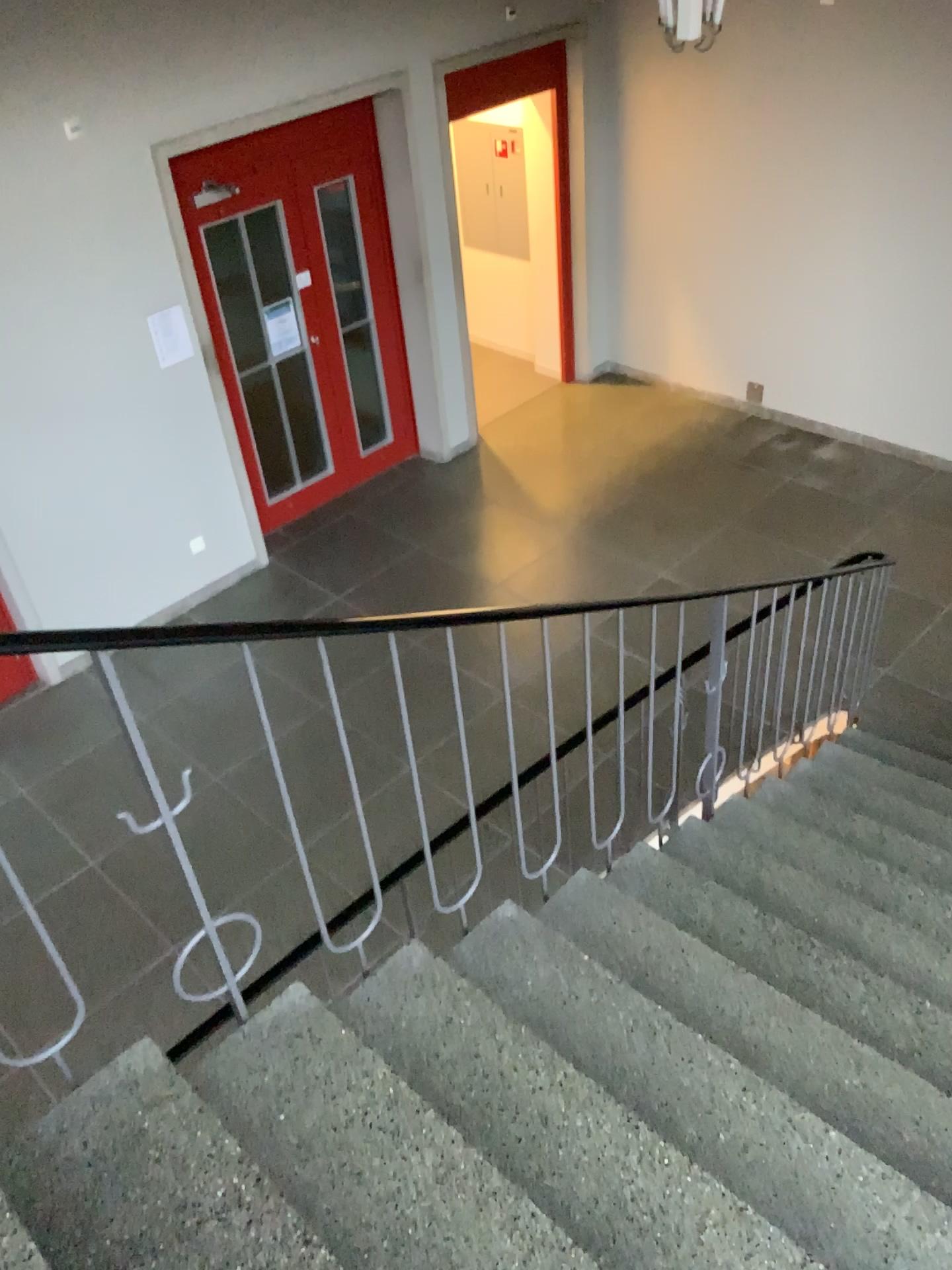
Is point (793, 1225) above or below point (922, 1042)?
above

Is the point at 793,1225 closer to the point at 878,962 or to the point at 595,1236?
the point at 595,1236

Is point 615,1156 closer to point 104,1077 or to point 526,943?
point 526,943

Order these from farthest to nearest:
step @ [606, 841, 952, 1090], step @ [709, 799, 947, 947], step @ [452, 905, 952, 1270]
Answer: step @ [709, 799, 947, 947] → step @ [606, 841, 952, 1090] → step @ [452, 905, 952, 1270]

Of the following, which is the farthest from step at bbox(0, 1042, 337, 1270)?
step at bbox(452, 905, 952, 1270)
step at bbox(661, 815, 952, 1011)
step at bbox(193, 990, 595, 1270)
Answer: step at bbox(661, 815, 952, 1011)

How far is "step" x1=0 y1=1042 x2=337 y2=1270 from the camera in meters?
1.6

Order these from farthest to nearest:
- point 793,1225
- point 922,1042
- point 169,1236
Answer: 1. point 922,1042
2. point 793,1225
3. point 169,1236

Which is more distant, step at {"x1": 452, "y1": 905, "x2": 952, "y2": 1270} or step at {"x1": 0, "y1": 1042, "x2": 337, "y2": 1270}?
step at {"x1": 452, "y1": 905, "x2": 952, "y2": 1270}

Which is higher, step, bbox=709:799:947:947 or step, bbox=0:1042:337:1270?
step, bbox=0:1042:337:1270

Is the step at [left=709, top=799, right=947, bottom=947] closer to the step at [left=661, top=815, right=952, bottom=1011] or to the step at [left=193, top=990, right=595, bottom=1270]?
the step at [left=661, top=815, right=952, bottom=1011]
